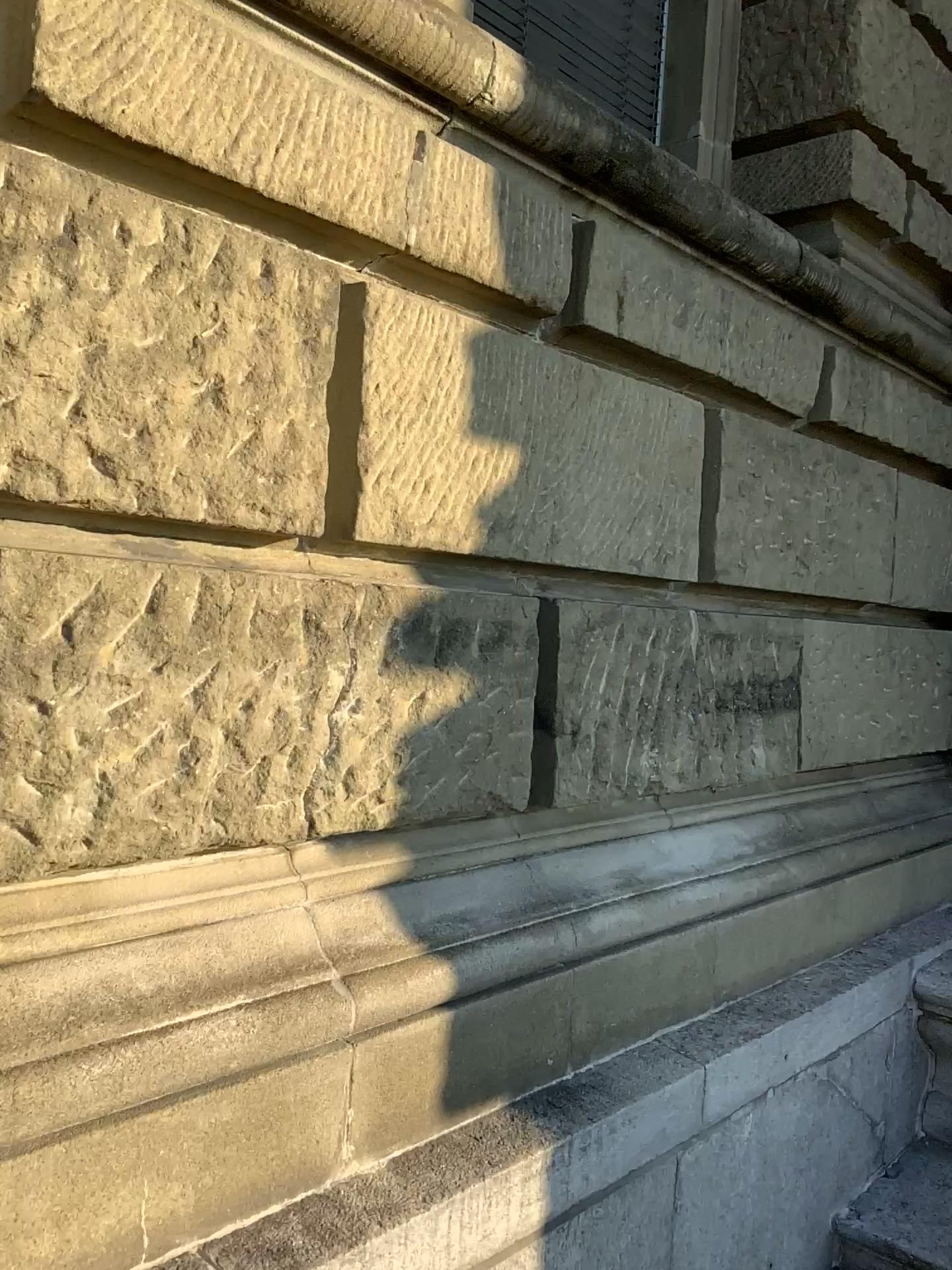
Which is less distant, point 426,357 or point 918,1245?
point 426,357

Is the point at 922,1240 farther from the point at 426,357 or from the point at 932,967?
the point at 426,357

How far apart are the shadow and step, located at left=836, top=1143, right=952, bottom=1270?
1.3m

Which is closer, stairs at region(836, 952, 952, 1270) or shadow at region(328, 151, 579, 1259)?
shadow at region(328, 151, 579, 1259)

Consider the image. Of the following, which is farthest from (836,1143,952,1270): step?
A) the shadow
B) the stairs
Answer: the shadow

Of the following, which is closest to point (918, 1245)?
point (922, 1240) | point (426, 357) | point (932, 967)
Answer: point (922, 1240)

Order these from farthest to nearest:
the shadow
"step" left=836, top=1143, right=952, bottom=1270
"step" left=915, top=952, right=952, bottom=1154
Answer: "step" left=915, top=952, right=952, bottom=1154, "step" left=836, top=1143, right=952, bottom=1270, the shadow

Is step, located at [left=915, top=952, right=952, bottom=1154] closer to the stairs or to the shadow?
the stairs

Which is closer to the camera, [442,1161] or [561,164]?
[442,1161]

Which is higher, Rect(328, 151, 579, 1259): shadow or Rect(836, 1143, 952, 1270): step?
Rect(328, 151, 579, 1259): shadow
